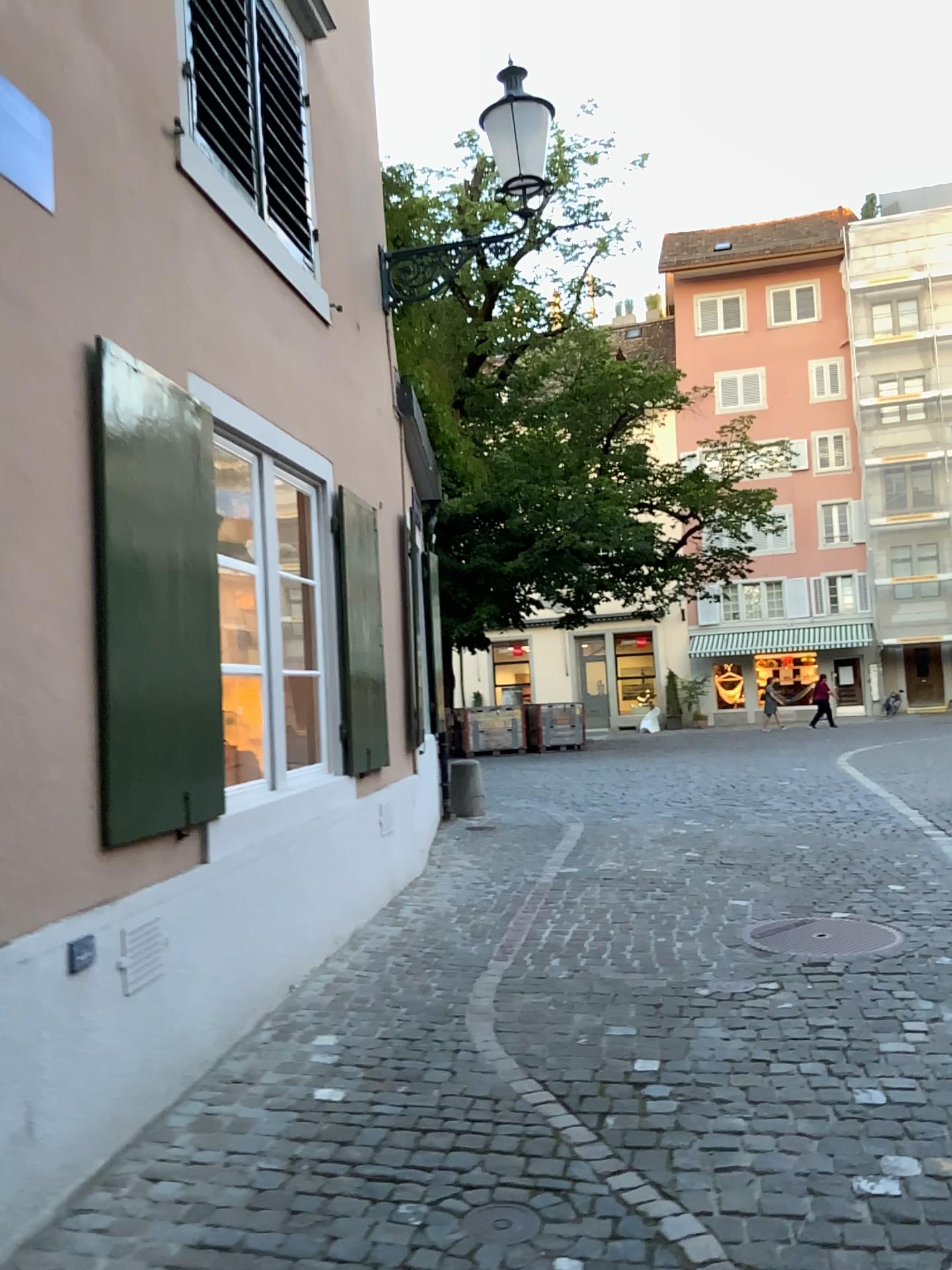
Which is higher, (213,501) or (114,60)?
(114,60)

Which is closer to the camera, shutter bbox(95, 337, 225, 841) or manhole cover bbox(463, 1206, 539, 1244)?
manhole cover bbox(463, 1206, 539, 1244)

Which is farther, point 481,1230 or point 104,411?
point 104,411

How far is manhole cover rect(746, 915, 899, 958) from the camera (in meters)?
4.61

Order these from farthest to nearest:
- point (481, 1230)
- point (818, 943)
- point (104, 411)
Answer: point (818, 943)
point (104, 411)
point (481, 1230)

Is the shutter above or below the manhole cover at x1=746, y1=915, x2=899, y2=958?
above

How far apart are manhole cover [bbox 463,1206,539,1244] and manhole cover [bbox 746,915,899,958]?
2.38m

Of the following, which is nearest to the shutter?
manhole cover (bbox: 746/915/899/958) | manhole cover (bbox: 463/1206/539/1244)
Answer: manhole cover (bbox: 463/1206/539/1244)

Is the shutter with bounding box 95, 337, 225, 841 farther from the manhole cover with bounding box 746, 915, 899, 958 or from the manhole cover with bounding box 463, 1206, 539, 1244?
the manhole cover with bounding box 746, 915, 899, 958

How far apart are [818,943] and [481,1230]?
2.6 meters
